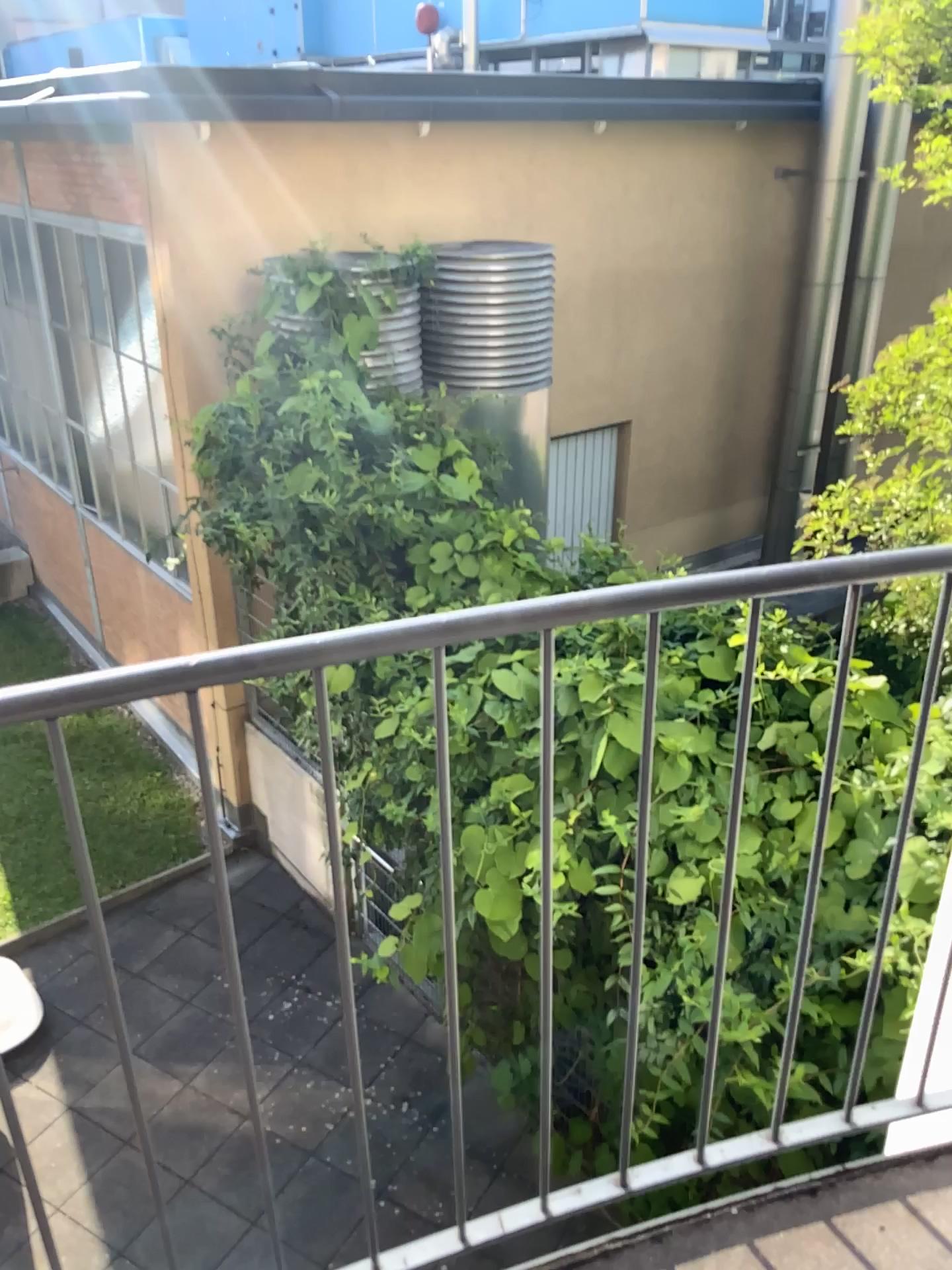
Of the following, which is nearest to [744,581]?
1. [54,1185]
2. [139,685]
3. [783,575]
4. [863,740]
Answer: [783,575]
